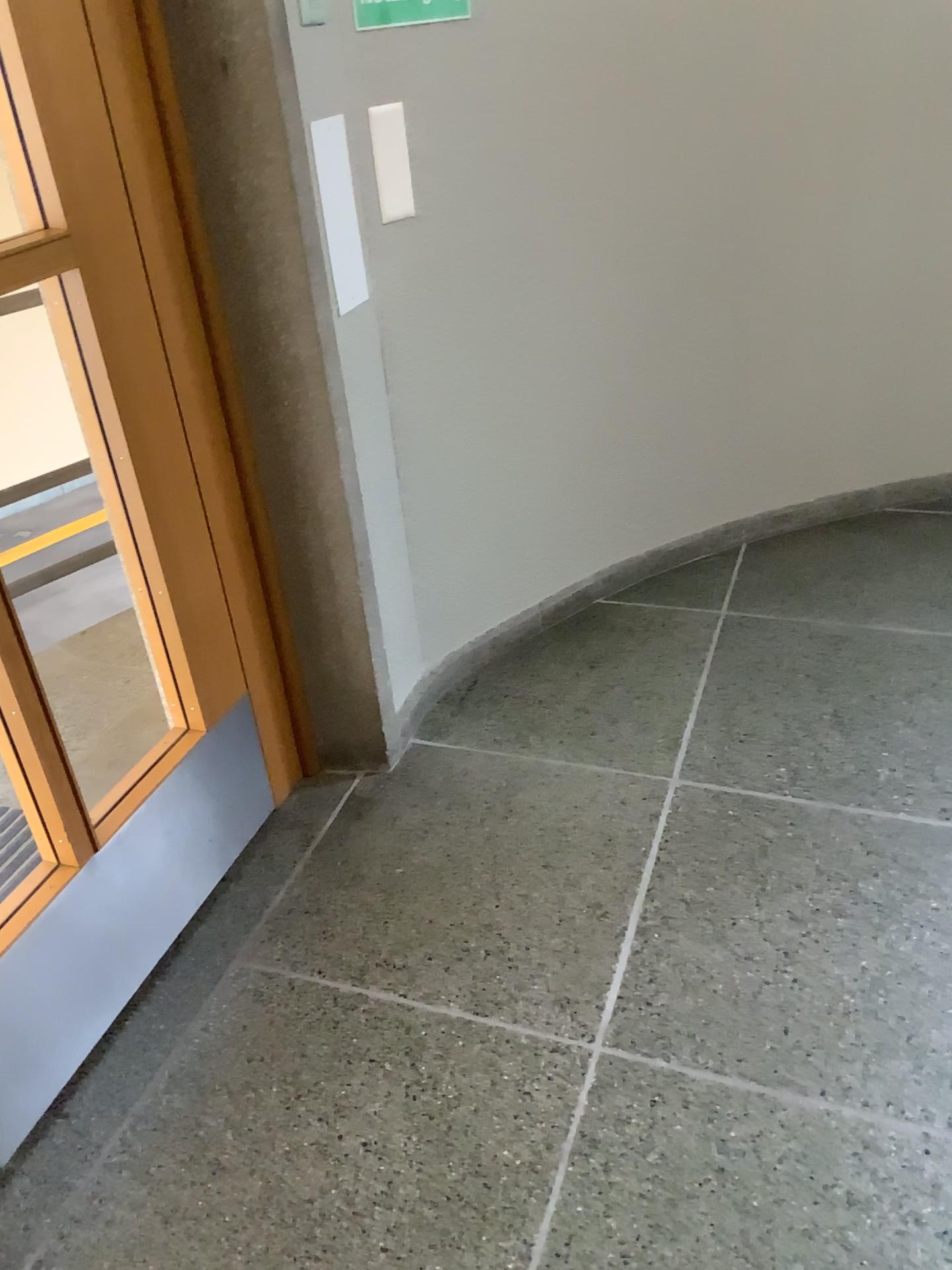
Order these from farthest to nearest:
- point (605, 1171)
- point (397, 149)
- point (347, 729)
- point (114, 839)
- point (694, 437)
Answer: point (694, 437)
point (347, 729)
point (397, 149)
point (114, 839)
point (605, 1171)

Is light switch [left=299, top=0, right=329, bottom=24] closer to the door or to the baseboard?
the door

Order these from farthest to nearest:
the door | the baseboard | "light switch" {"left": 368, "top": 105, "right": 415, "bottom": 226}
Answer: the baseboard, "light switch" {"left": 368, "top": 105, "right": 415, "bottom": 226}, the door

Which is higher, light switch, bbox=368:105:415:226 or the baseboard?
light switch, bbox=368:105:415:226

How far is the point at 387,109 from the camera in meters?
2.0

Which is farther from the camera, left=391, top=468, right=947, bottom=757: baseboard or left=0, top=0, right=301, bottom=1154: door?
left=391, top=468, right=947, bottom=757: baseboard

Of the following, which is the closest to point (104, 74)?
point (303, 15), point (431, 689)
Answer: point (303, 15)

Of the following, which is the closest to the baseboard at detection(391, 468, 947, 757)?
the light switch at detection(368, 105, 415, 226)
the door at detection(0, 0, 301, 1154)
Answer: the door at detection(0, 0, 301, 1154)

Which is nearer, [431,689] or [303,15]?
[303,15]

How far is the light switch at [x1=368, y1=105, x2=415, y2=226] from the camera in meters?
2.0
